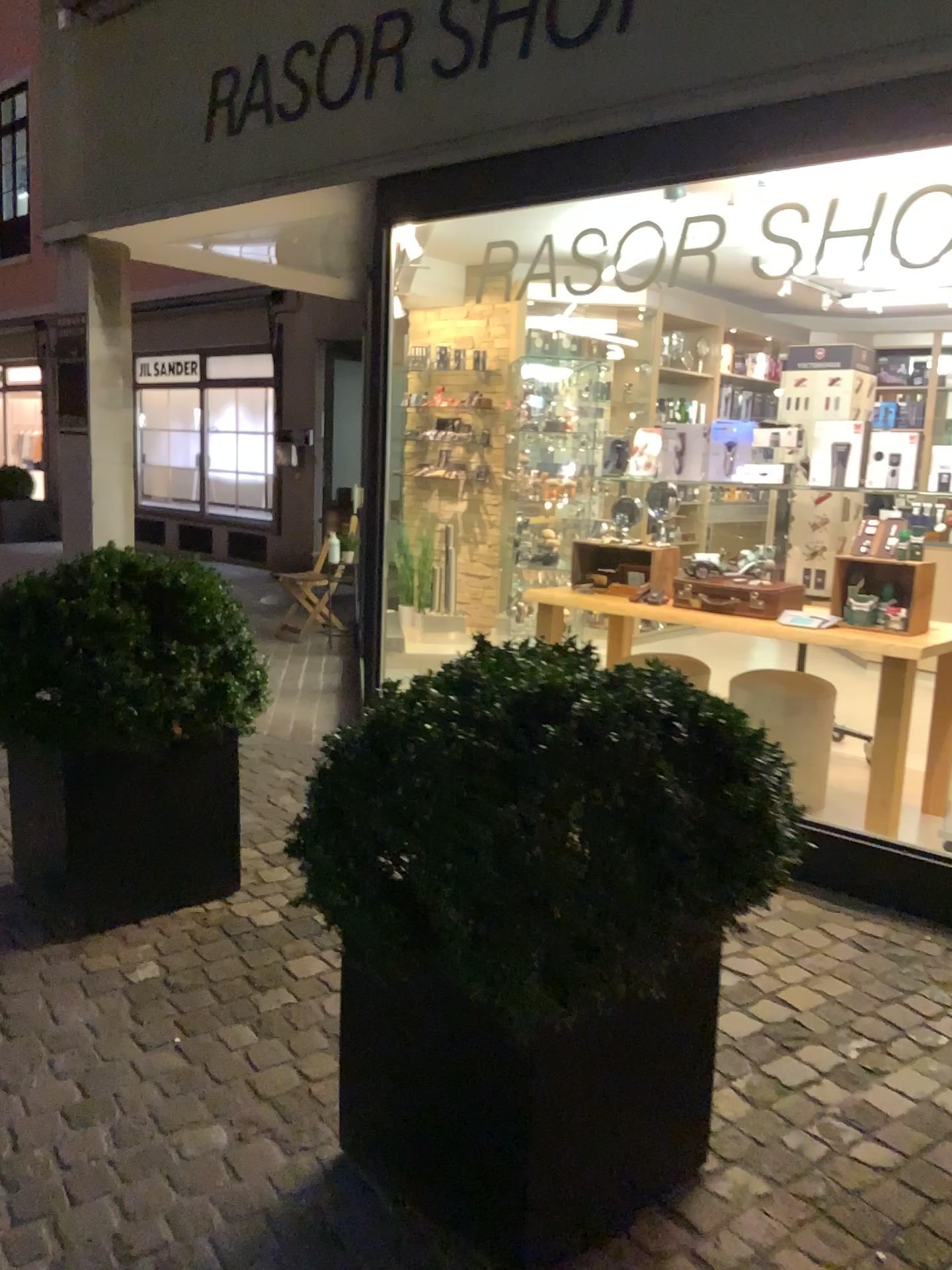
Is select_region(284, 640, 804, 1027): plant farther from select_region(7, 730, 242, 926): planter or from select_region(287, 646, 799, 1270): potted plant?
select_region(7, 730, 242, 926): planter

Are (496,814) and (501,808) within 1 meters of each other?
yes

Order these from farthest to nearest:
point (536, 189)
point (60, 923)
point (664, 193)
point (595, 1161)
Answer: point (536, 189)
point (664, 193)
point (60, 923)
point (595, 1161)

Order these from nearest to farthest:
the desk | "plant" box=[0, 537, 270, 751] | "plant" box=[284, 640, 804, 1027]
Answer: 1. "plant" box=[284, 640, 804, 1027]
2. "plant" box=[0, 537, 270, 751]
3. the desk

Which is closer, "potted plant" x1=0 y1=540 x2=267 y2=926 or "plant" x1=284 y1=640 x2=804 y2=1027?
"plant" x1=284 y1=640 x2=804 y2=1027

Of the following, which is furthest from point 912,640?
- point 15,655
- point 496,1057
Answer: point 15,655

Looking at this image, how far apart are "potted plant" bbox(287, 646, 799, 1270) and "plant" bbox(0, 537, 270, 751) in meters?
1.1 m

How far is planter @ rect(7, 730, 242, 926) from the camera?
2.9 meters

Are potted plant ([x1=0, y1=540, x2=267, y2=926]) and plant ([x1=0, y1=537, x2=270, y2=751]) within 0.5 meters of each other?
yes

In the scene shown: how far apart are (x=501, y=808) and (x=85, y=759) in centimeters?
179cm
